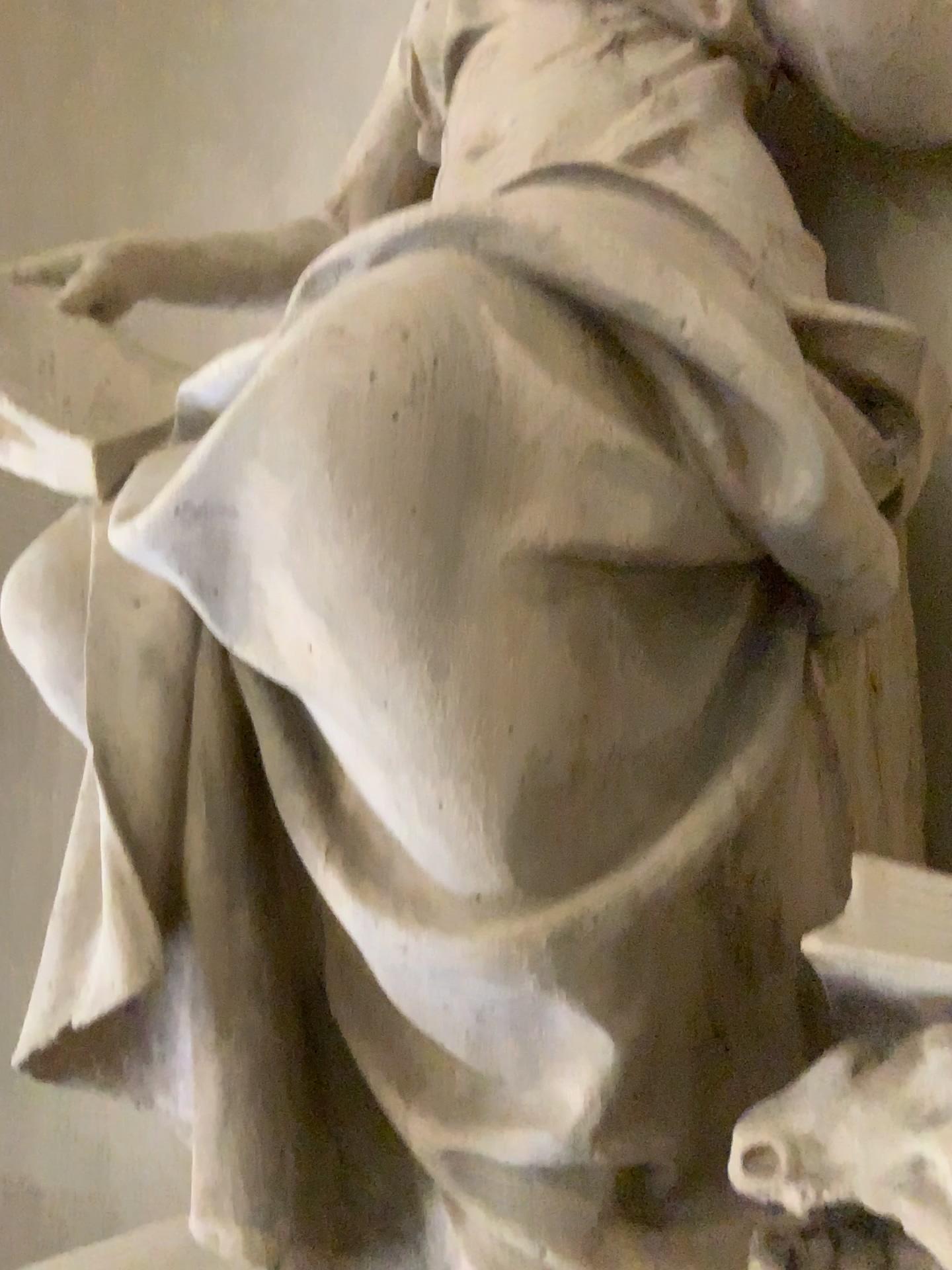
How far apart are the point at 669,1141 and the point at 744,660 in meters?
0.5 m
